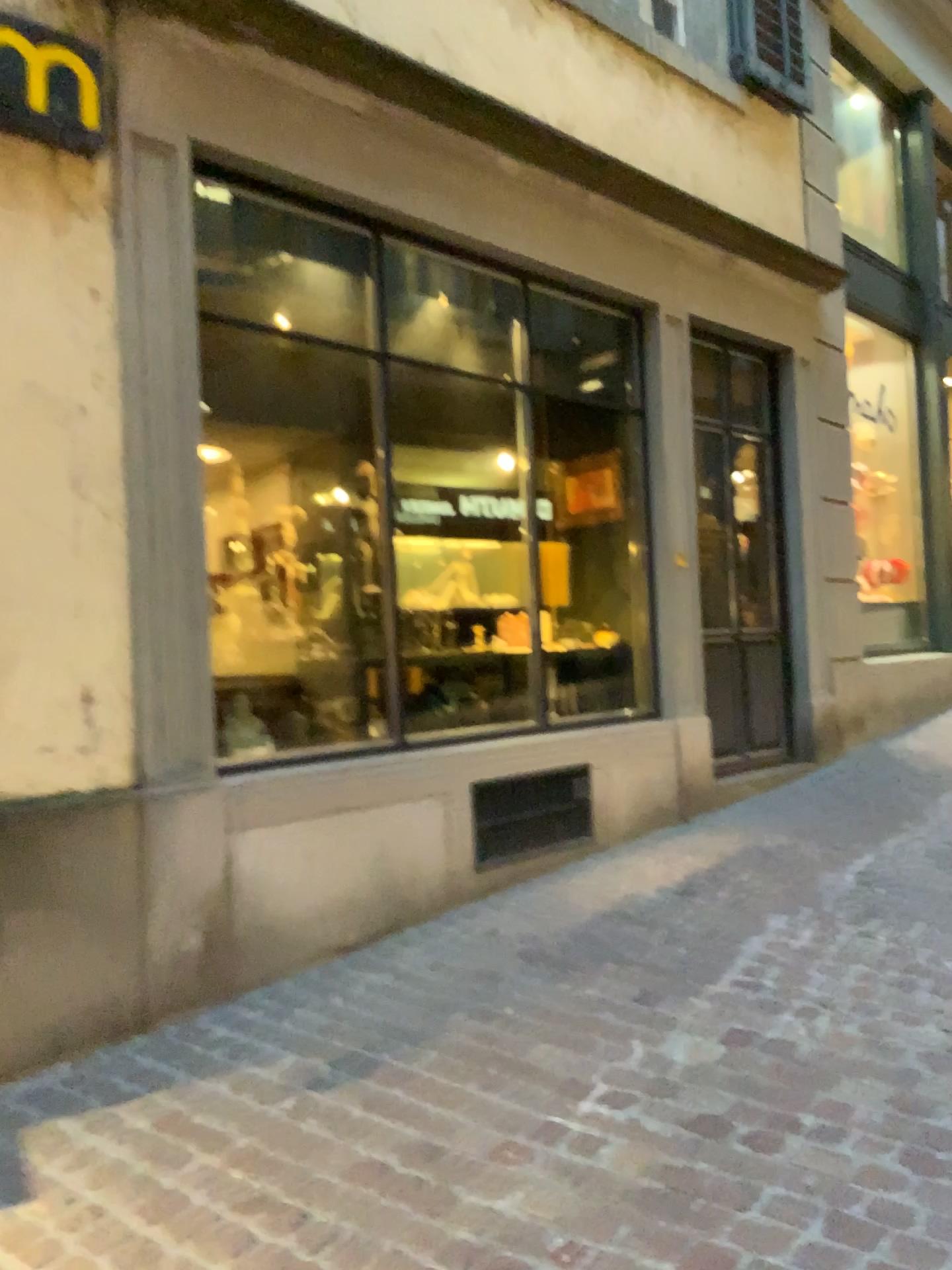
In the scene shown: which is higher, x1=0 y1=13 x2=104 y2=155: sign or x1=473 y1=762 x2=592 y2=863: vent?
x1=0 y1=13 x2=104 y2=155: sign

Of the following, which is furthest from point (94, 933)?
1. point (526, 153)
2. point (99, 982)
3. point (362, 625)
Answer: point (526, 153)

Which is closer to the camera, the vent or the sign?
the sign

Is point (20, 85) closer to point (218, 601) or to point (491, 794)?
point (218, 601)

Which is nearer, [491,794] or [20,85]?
[20,85]

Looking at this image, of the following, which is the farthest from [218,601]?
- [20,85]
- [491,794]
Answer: [20,85]

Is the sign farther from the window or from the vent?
the vent

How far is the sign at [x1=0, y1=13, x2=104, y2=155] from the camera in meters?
2.9 m

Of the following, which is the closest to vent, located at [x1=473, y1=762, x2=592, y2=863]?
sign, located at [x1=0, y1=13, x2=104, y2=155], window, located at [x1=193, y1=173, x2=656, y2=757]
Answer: window, located at [x1=193, y1=173, x2=656, y2=757]
